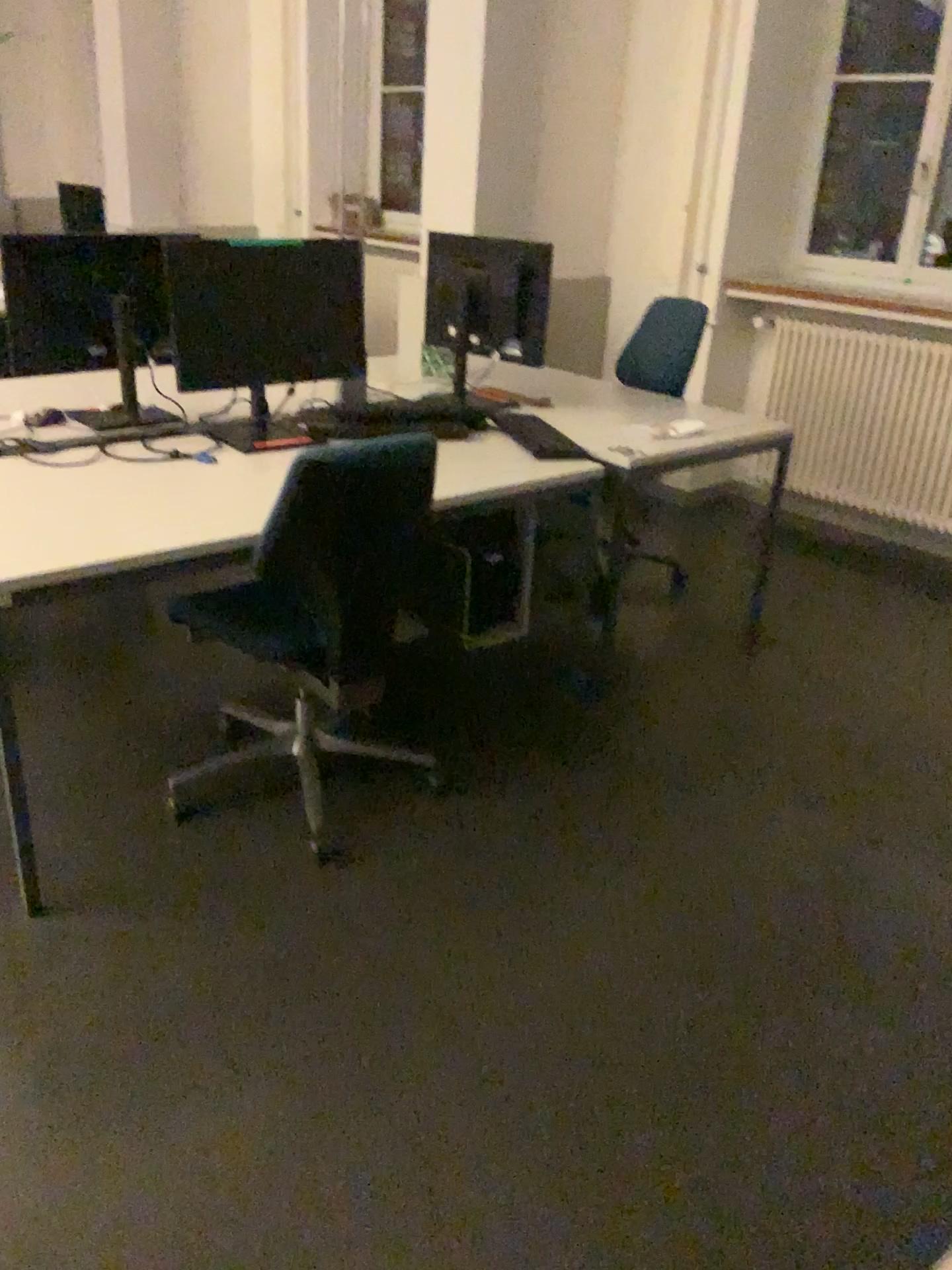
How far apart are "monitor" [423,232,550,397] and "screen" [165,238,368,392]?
0.5 meters

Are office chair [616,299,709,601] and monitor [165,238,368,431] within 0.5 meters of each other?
no

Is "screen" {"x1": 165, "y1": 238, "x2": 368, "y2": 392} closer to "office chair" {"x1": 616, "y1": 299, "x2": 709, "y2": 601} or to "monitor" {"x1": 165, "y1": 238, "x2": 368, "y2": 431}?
"monitor" {"x1": 165, "y1": 238, "x2": 368, "y2": 431}

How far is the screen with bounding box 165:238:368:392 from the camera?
2.61m

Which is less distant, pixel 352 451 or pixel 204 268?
pixel 352 451

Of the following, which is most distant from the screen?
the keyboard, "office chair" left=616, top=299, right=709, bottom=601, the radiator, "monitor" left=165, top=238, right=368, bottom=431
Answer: the radiator

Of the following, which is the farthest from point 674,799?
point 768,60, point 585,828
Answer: point 768,60

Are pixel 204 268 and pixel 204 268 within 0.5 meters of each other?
yes

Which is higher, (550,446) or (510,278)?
(510,278)

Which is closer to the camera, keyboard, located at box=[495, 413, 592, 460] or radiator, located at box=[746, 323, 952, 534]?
keyboard, located at box=[495, 413, 592, 460]
